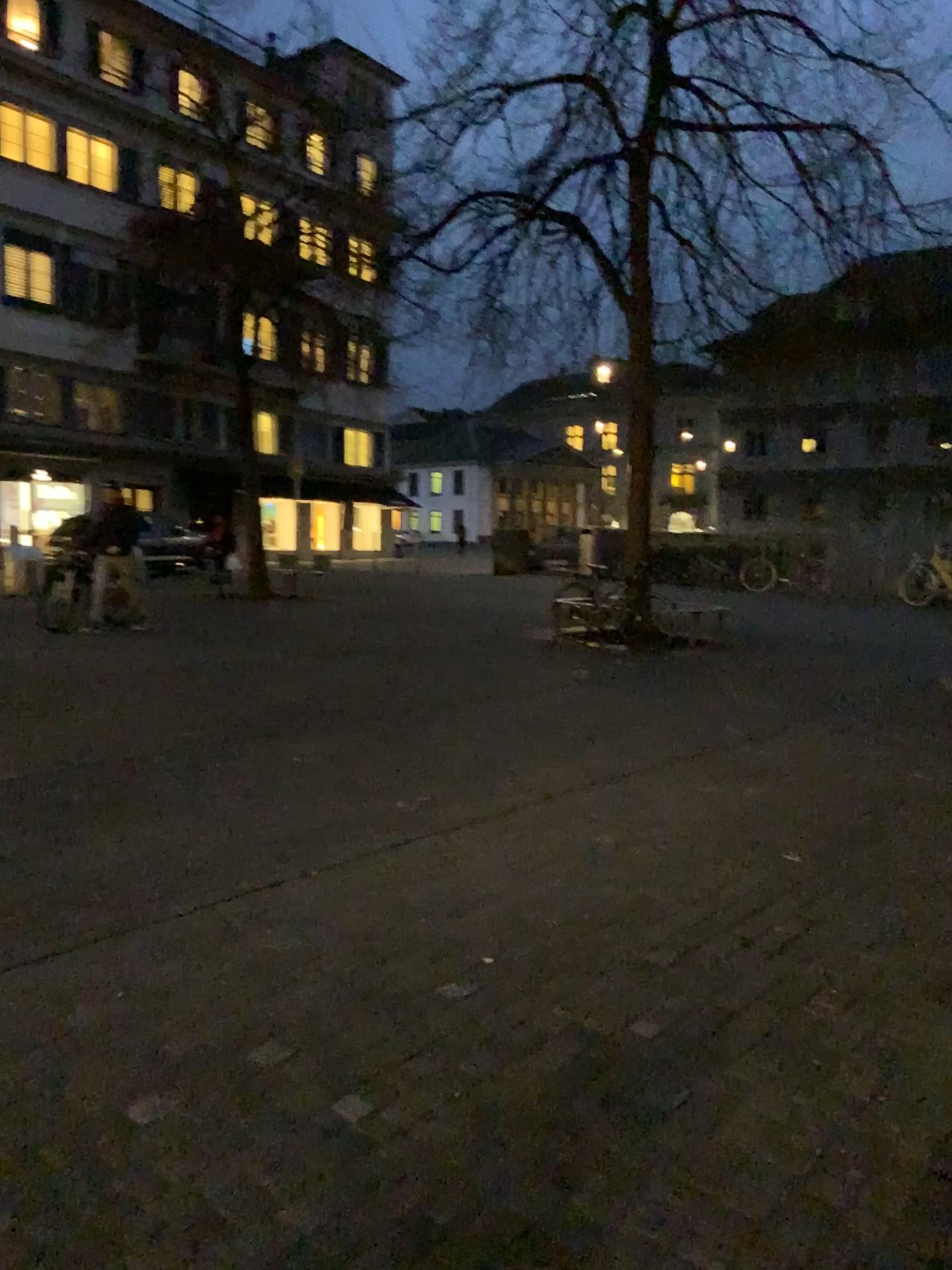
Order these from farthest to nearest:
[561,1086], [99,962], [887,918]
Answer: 1. [887,918]
2. [99,962]
3. [561,1086]
